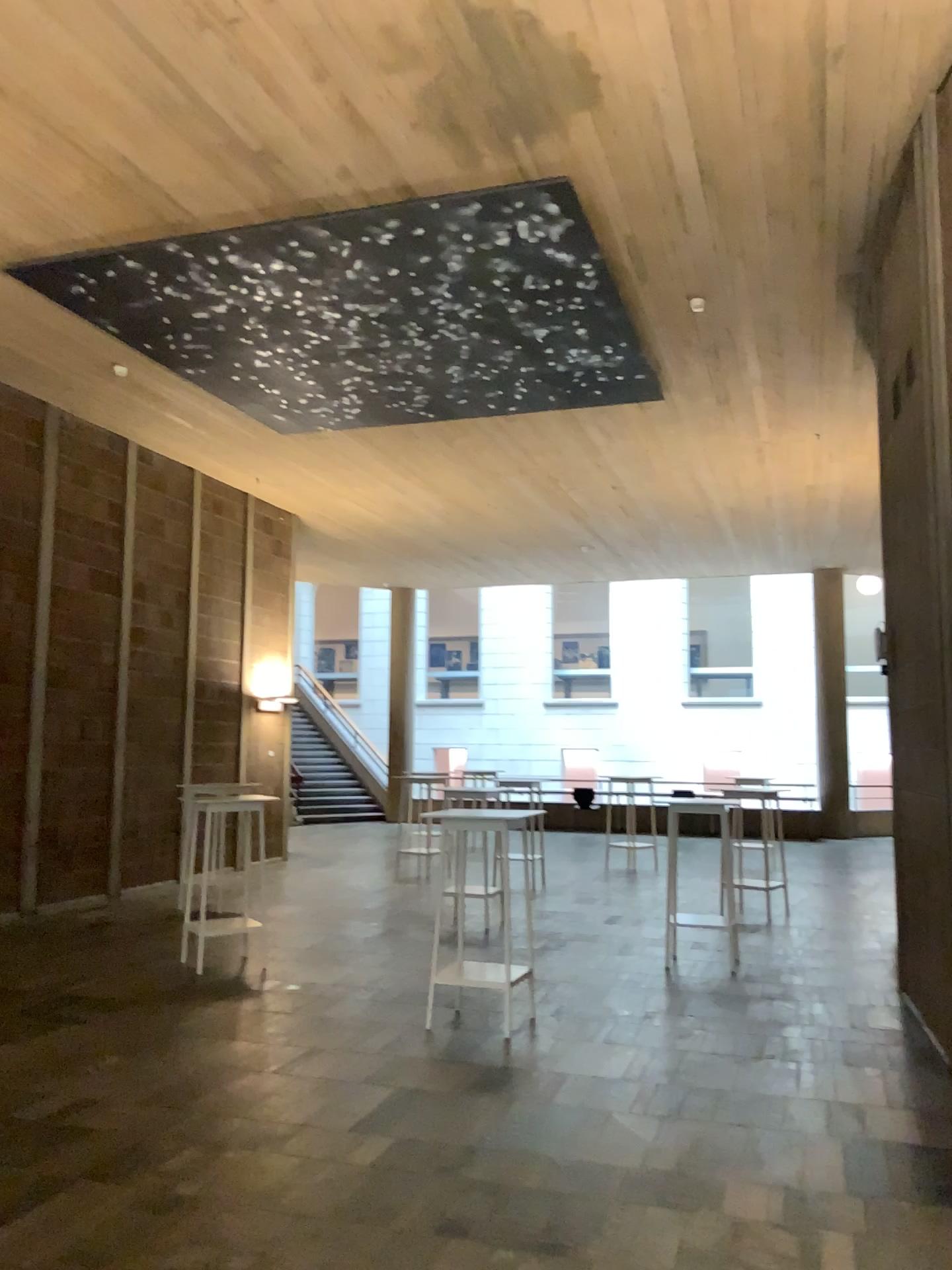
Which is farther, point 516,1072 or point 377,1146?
point 516,1072
